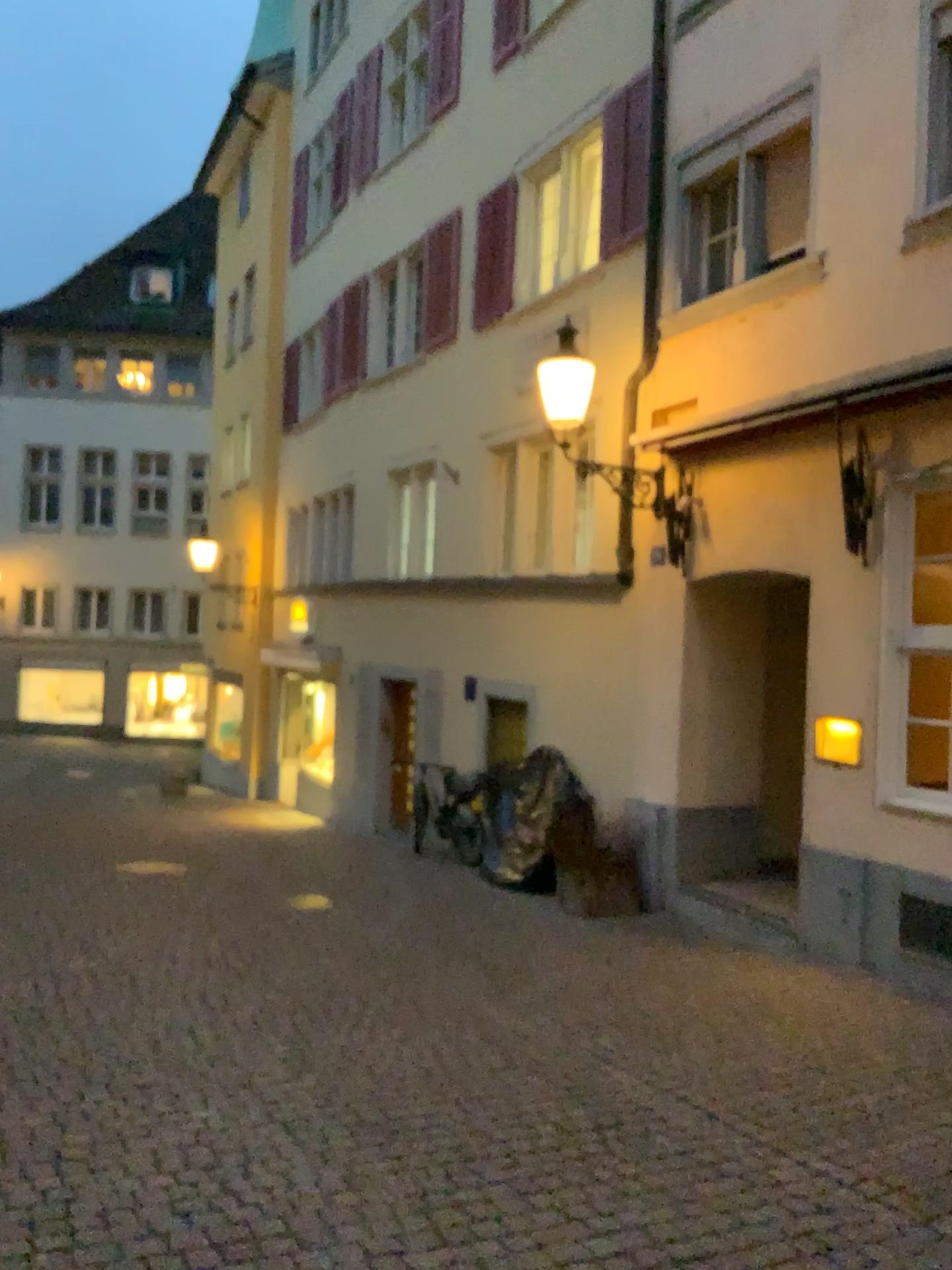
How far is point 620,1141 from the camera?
3.77m
